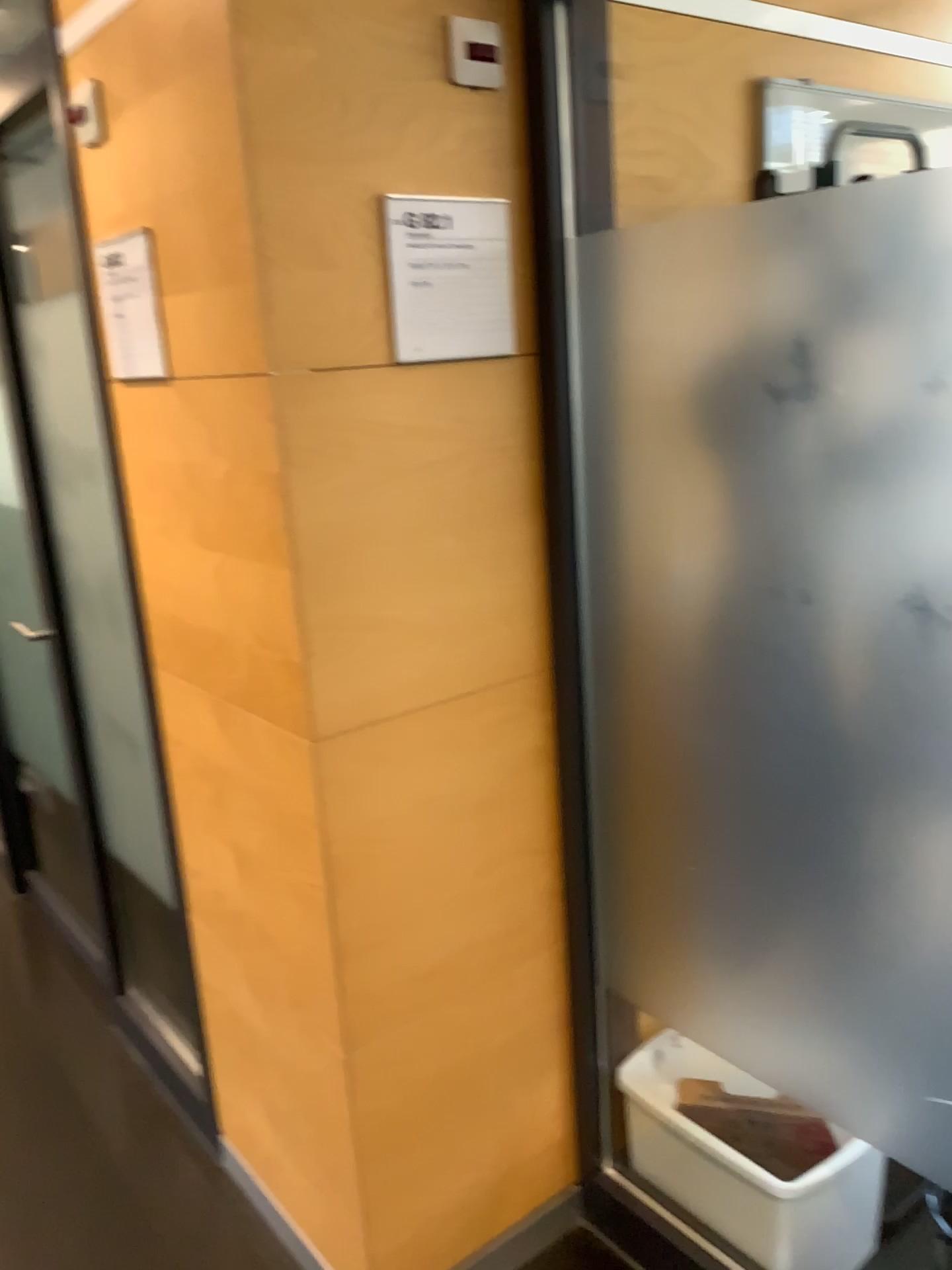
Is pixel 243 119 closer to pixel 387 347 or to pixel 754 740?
pixel 387 347

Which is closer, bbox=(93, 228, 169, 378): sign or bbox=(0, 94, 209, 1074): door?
bbox=(93, 228, 169, 378): sign

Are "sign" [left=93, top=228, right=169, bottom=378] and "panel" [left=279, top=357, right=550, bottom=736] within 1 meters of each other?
yes

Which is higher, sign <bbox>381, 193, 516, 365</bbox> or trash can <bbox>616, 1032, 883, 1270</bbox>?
sign <bbox>381, 193, 516, 365</bbox>

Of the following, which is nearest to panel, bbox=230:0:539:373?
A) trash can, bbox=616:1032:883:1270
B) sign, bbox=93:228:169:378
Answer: sign, bbox=93:228:169:378

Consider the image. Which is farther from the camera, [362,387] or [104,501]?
[104,501]

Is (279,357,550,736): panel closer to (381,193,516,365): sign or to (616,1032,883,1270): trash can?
(381,193,516,365): sign

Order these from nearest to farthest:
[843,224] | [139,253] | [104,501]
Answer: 1. [843,224]
2. [139,253]
3. [104,501]

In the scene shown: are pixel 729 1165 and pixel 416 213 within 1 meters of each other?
no

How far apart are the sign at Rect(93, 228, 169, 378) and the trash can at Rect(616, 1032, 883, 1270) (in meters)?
1.39
